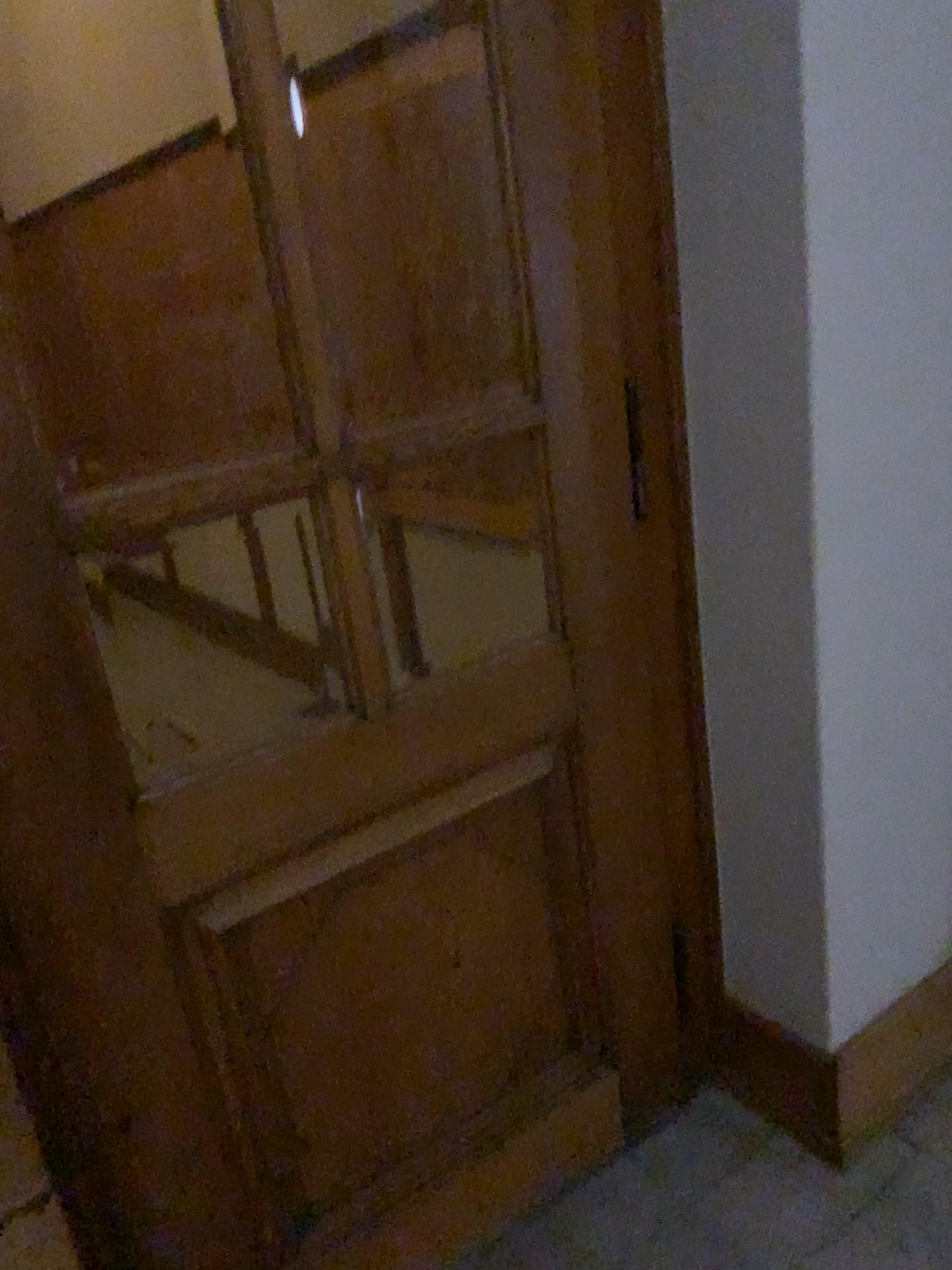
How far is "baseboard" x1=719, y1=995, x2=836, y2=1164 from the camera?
1.9 meters

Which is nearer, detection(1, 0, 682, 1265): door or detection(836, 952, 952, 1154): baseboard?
detection(1, 0, 682, 1265): door

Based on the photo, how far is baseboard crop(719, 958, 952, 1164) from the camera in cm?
192

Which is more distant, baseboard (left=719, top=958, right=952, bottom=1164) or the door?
baseboard (left=719, top=958, right=952, bottom=1164)

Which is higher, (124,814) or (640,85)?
(640,85)

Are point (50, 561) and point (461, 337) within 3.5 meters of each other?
yes

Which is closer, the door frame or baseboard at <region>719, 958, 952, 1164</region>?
the door frame

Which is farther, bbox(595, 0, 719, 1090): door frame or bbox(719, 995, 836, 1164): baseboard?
bbox(719, 995, 836, 1164): baseboard

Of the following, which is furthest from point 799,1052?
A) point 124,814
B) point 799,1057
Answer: point 124,814

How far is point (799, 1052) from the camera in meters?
1.9 m
